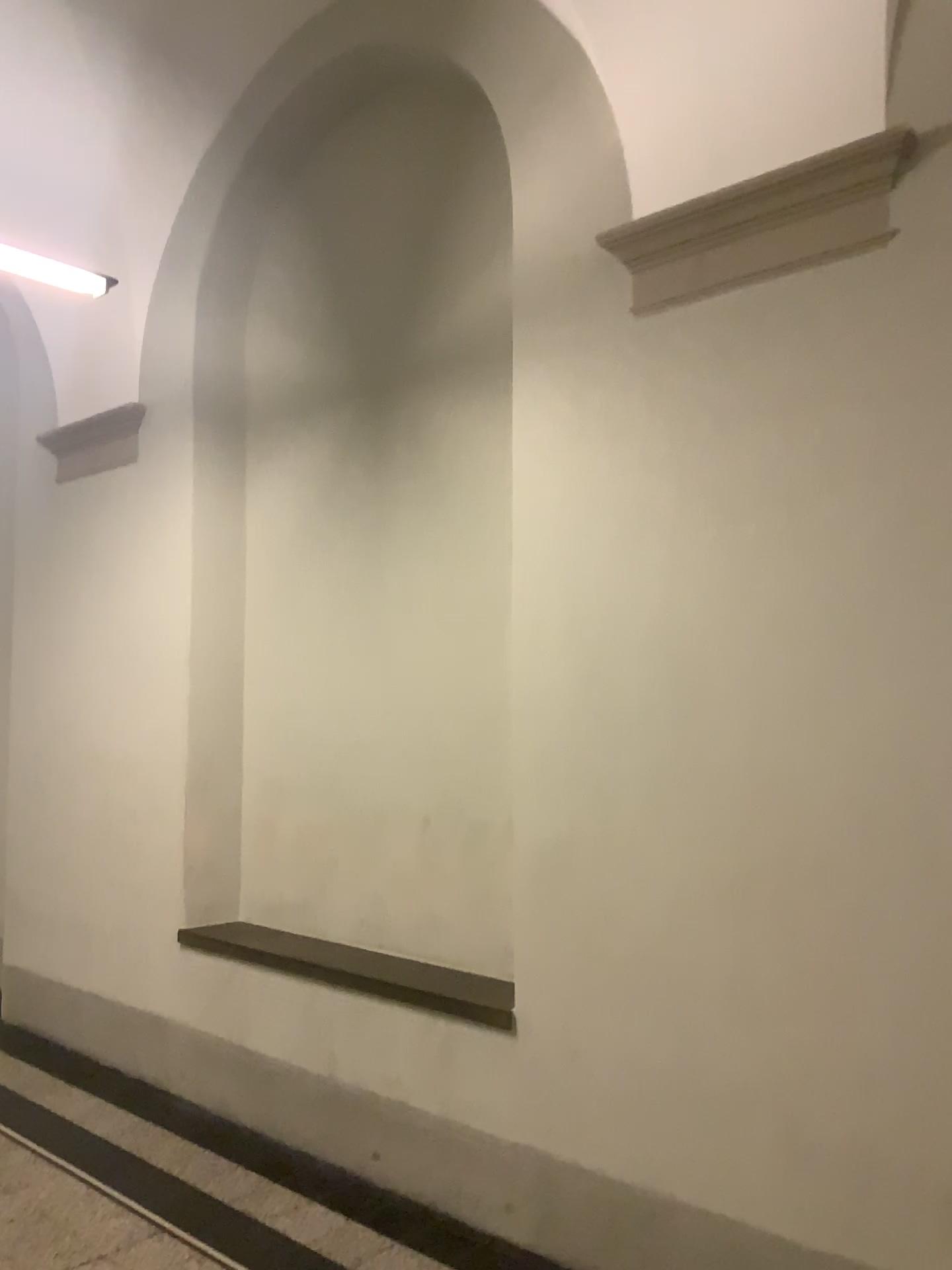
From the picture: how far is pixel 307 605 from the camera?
4.5m
